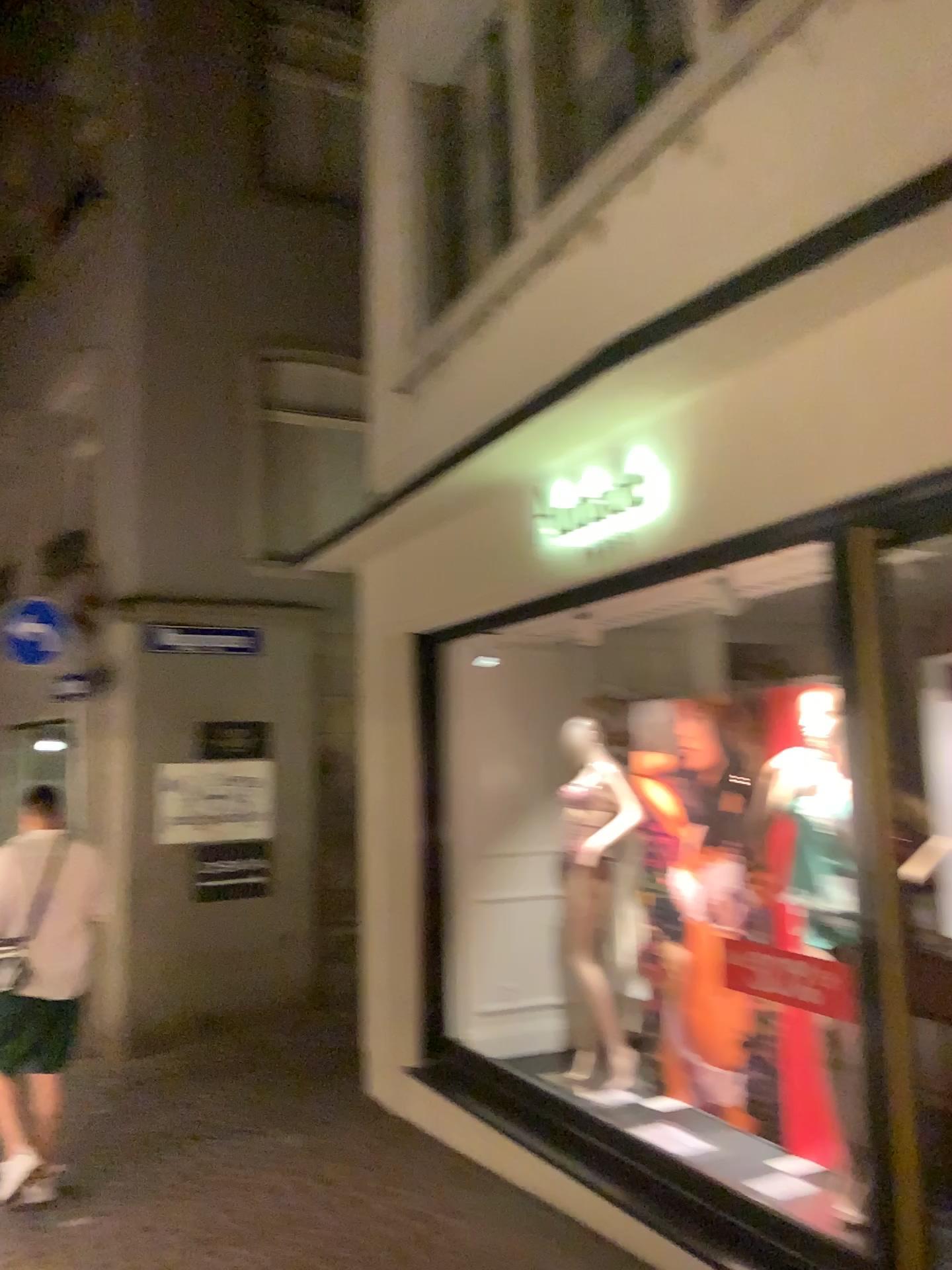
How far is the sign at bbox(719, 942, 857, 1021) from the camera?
3.0m

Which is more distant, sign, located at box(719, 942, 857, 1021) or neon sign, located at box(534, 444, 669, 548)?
neon sign, located at box(534, 444, 669, 548)

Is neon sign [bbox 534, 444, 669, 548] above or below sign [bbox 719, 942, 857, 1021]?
above

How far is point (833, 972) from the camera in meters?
3.0

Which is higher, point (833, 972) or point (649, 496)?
point (649, 496)

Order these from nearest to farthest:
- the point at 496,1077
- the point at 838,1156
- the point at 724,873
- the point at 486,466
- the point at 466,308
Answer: the point at 838,1156
the point at 486,466
the point at 724,873
the point at 496,1077
the point at 466,308

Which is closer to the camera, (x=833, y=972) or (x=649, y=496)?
(x=833, y=972)
